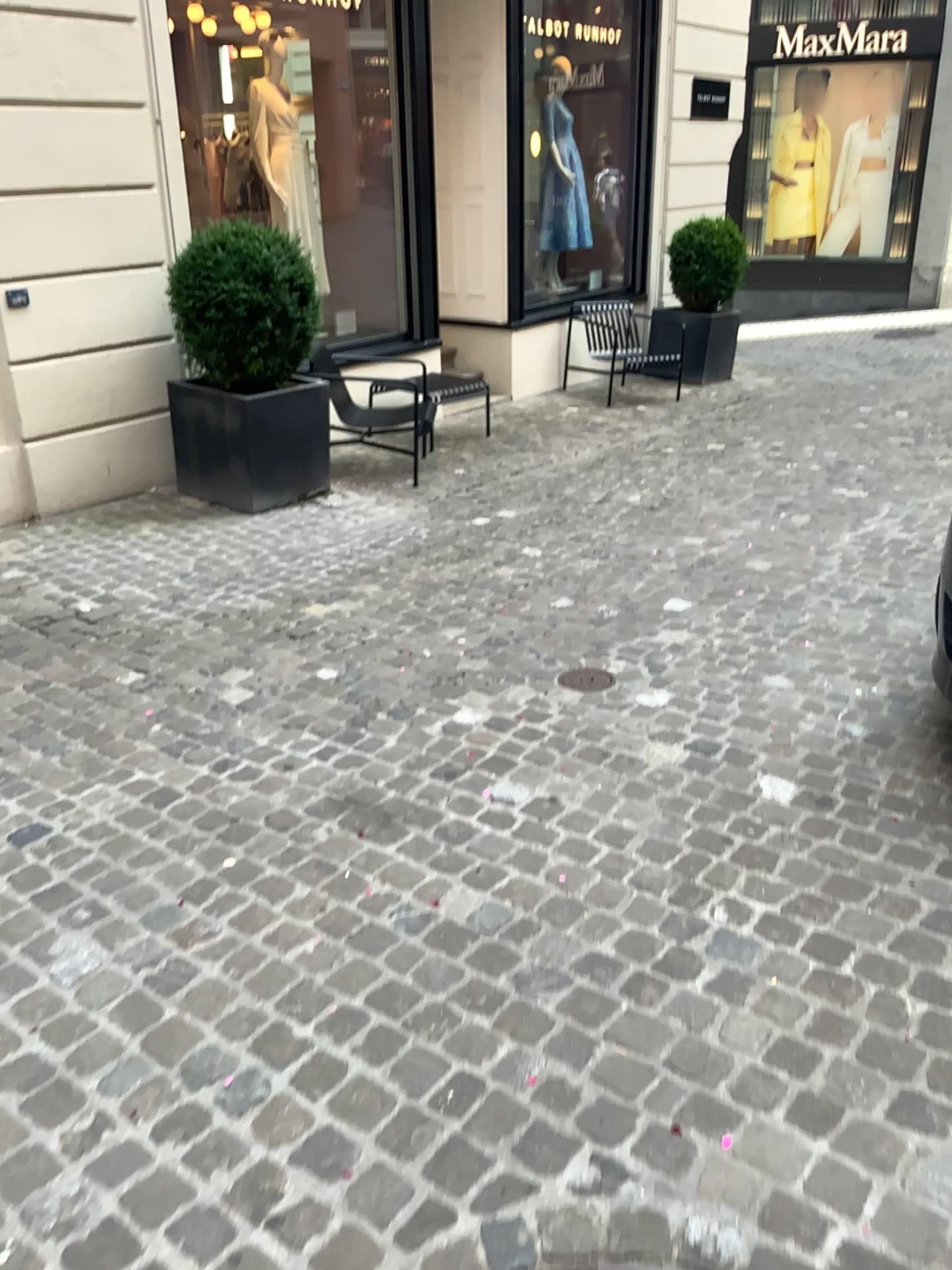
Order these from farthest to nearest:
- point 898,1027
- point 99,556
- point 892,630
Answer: point 99,556 → point 892,630 → point 898,1027
